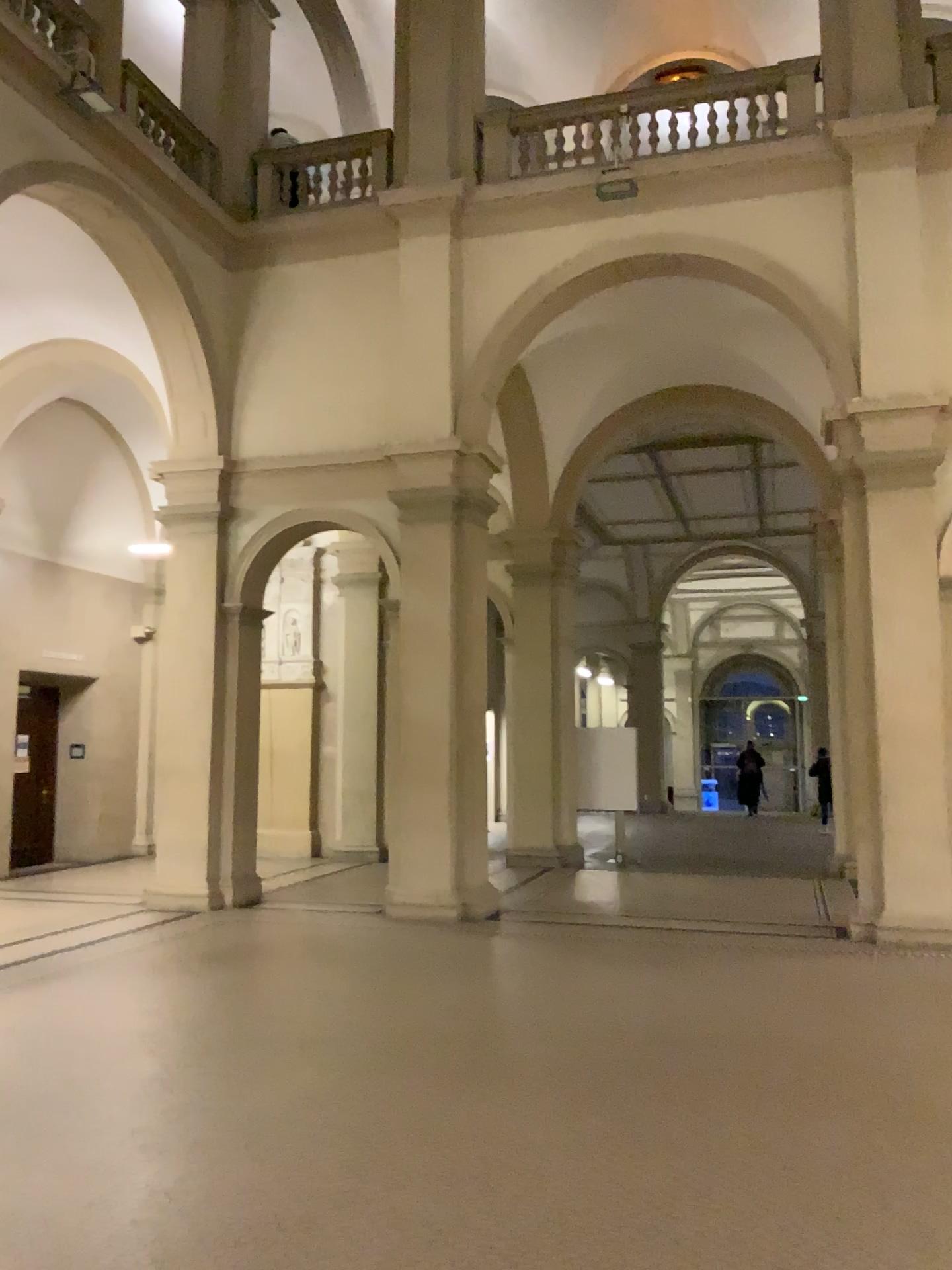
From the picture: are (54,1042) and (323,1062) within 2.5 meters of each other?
yes
